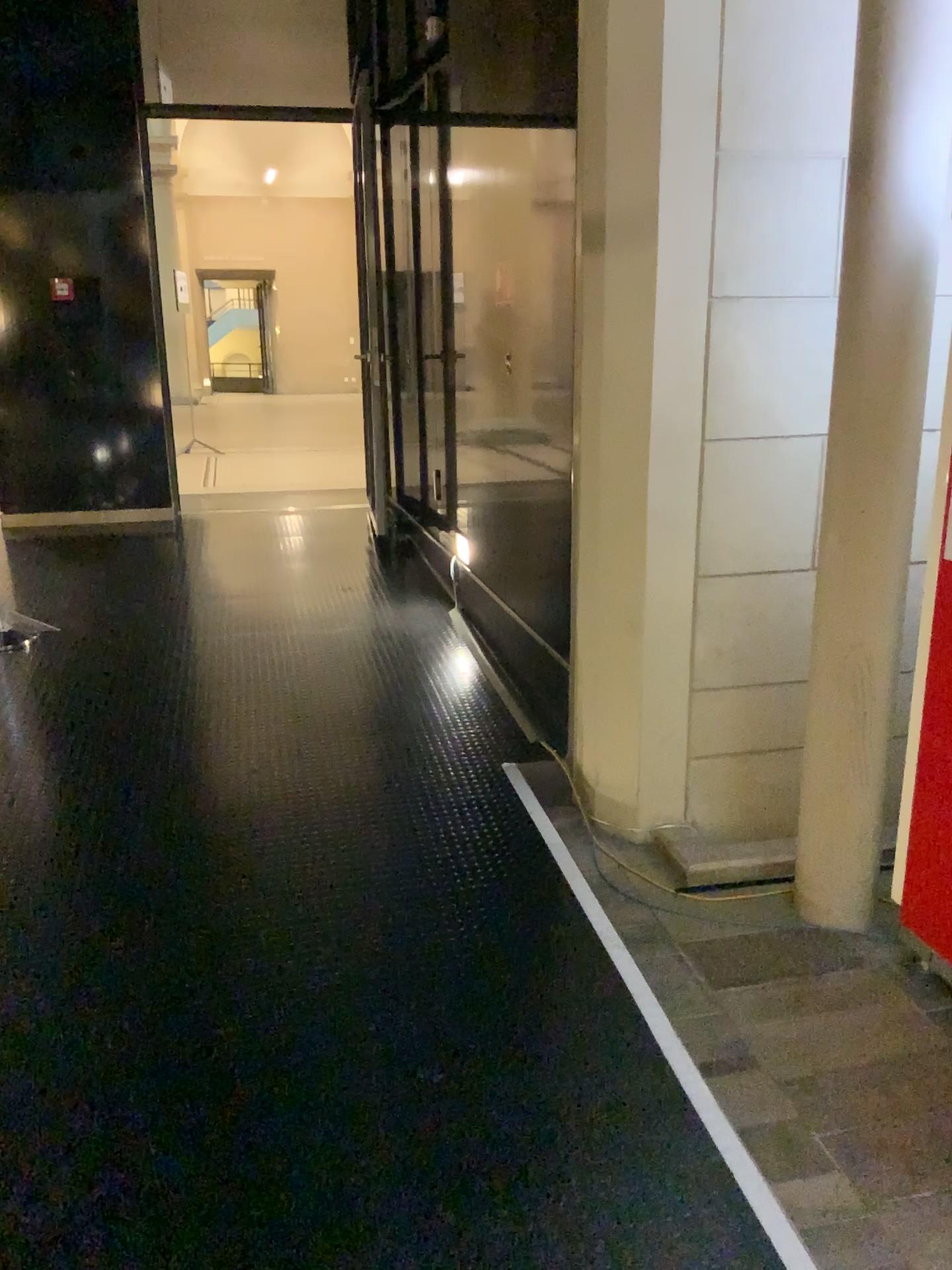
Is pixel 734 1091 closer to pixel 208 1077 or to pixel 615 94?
pixel 208 1077

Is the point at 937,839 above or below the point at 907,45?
below
